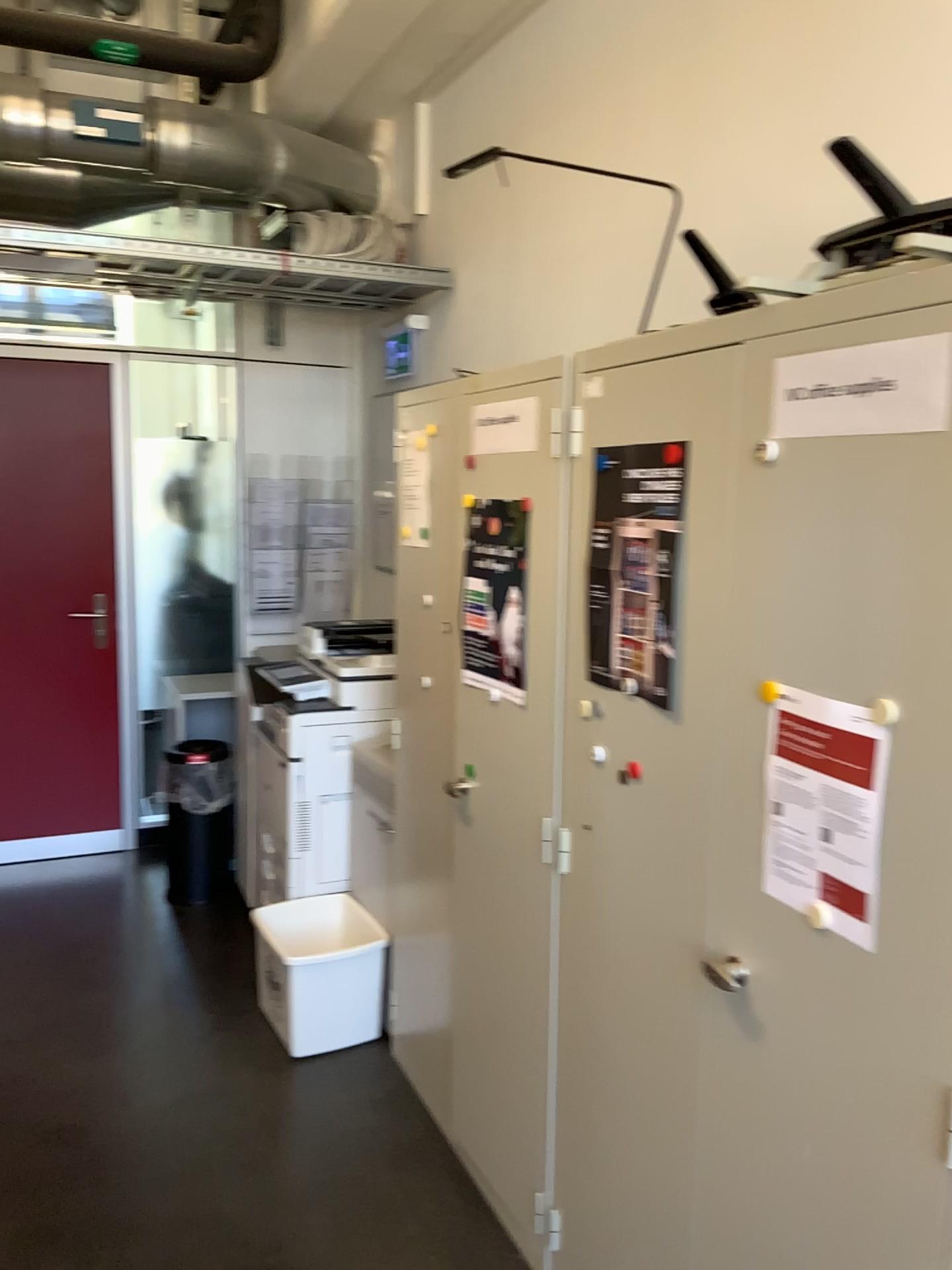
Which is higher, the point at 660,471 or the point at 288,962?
the point at 660,471

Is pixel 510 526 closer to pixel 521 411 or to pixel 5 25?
pixel 521 411

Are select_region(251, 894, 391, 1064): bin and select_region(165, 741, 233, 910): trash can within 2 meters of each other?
yes

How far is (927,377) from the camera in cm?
115

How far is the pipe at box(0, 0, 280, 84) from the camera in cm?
297

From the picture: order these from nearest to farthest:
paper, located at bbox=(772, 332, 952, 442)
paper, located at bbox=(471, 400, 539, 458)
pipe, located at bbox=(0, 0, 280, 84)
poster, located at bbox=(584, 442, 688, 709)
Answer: paper, located at bbox=(772, 332, 952, 442), poster, located at bbox=(584, 442, 688, 709), paper, located at bbox=(471, 400, 539, 458), pipe, located at bbox=(0, 0, 280, 84)

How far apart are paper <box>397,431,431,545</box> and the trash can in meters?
1.9 m

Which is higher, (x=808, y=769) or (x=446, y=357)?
(x=446, y=357)

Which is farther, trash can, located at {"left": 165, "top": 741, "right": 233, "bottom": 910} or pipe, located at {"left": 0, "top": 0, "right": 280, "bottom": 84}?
trash can, located at {"left": 165, "top": 741, "right": 233, "bottom": 910}

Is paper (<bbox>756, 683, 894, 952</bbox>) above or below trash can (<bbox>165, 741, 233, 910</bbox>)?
above
